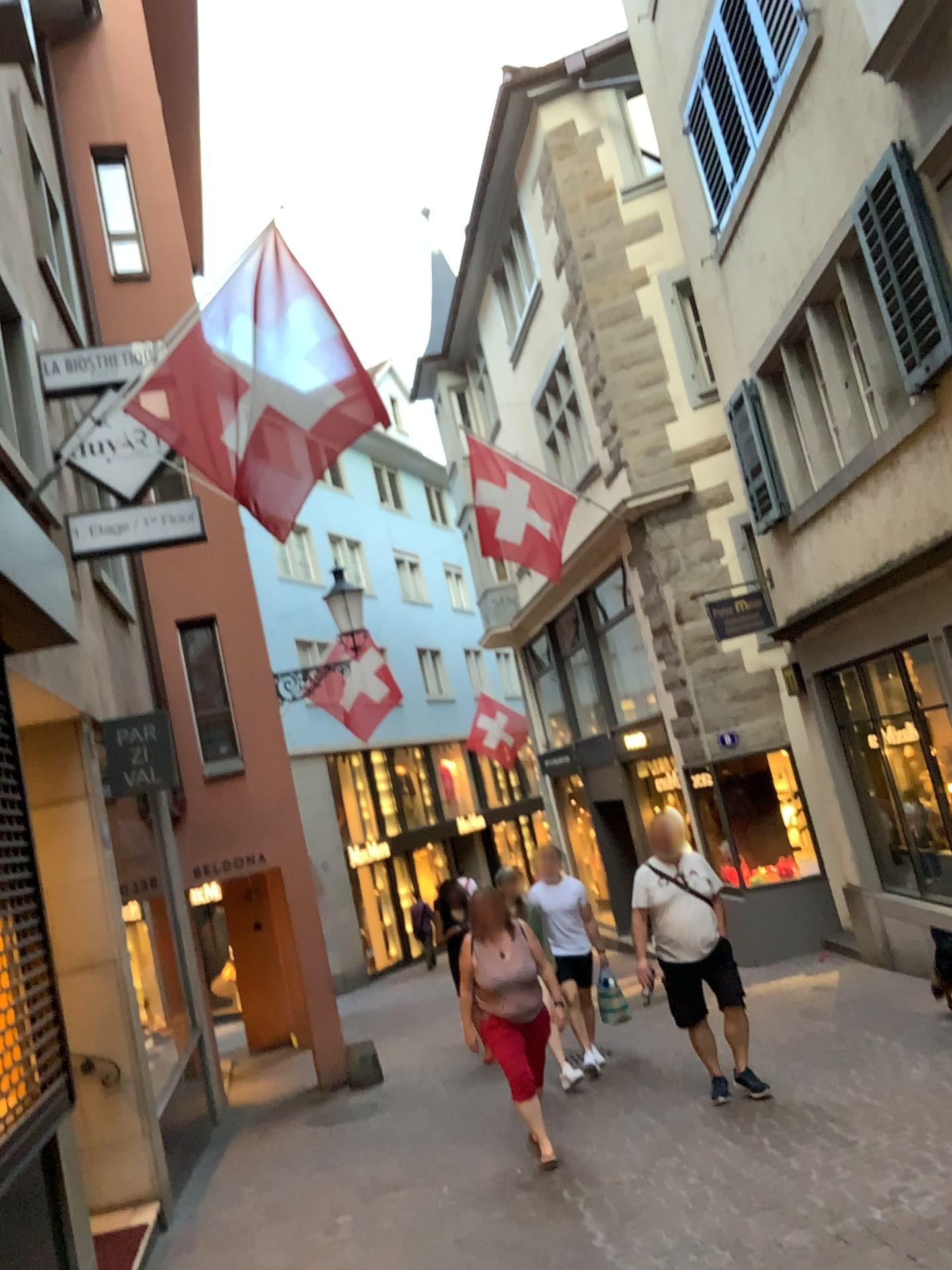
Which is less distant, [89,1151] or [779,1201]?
[779,1201]
